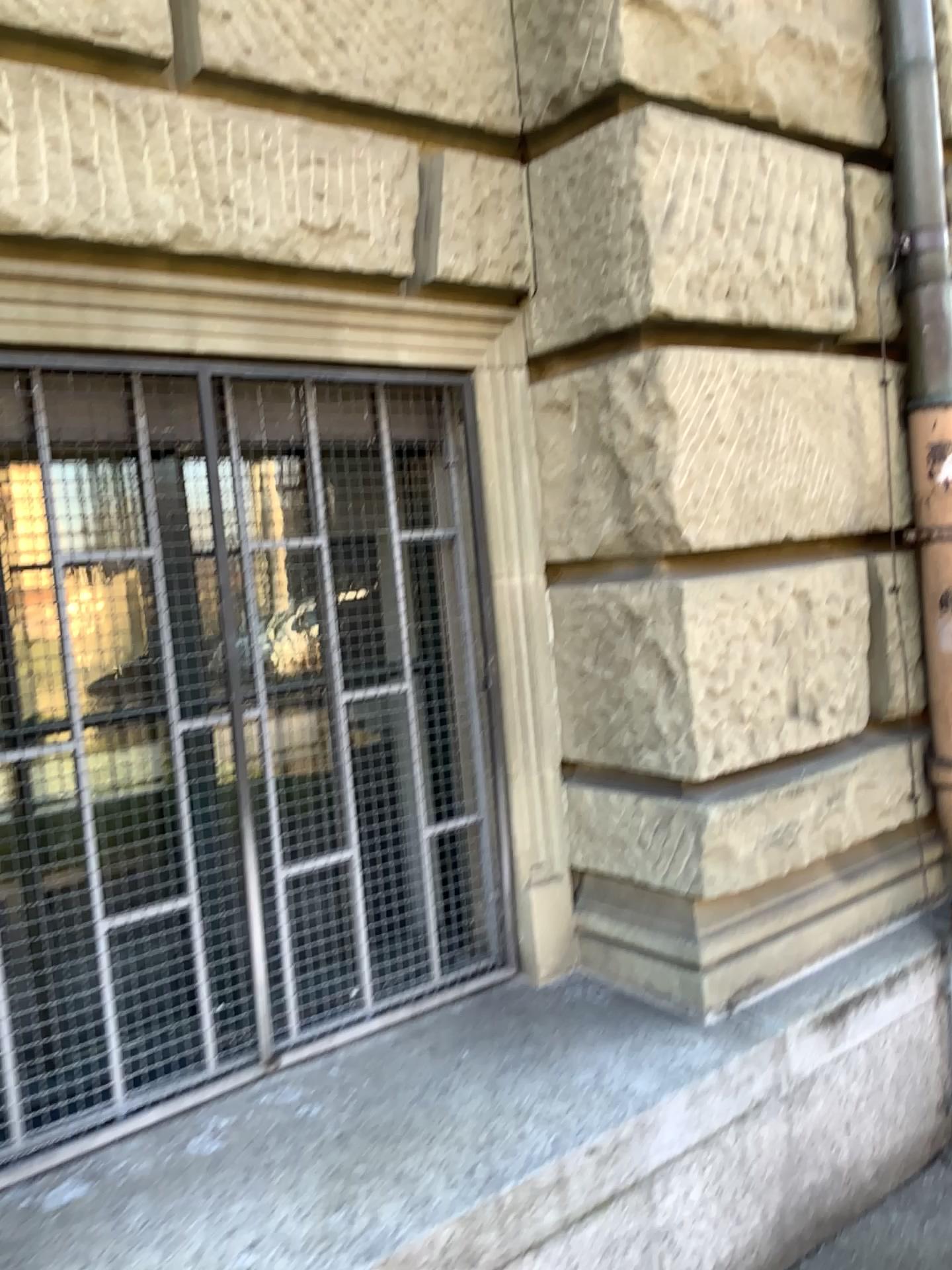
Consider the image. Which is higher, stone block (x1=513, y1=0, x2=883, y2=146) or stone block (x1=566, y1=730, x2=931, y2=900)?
stone block (x1=513, y1=0, x2=883, y2=146)

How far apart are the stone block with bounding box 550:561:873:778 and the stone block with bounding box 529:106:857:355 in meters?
0.6

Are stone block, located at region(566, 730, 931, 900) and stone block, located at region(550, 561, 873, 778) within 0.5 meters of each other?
yes

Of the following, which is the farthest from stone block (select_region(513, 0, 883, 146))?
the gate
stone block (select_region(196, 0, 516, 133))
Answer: the gate

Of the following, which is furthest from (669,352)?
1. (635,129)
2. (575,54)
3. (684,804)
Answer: (684,804)

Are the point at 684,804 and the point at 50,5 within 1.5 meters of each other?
no

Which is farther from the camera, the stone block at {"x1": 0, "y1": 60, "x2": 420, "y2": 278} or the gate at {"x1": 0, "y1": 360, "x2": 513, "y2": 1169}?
the gate at {"x1": 0, "y1": 360, "x2": 513, "y2": 1169}

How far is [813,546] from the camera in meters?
2.6

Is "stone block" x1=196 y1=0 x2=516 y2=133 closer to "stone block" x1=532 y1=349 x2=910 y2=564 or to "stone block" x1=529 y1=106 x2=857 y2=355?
"stone block" x1=529 y1=106 x2=857 y2=355

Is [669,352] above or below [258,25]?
below
